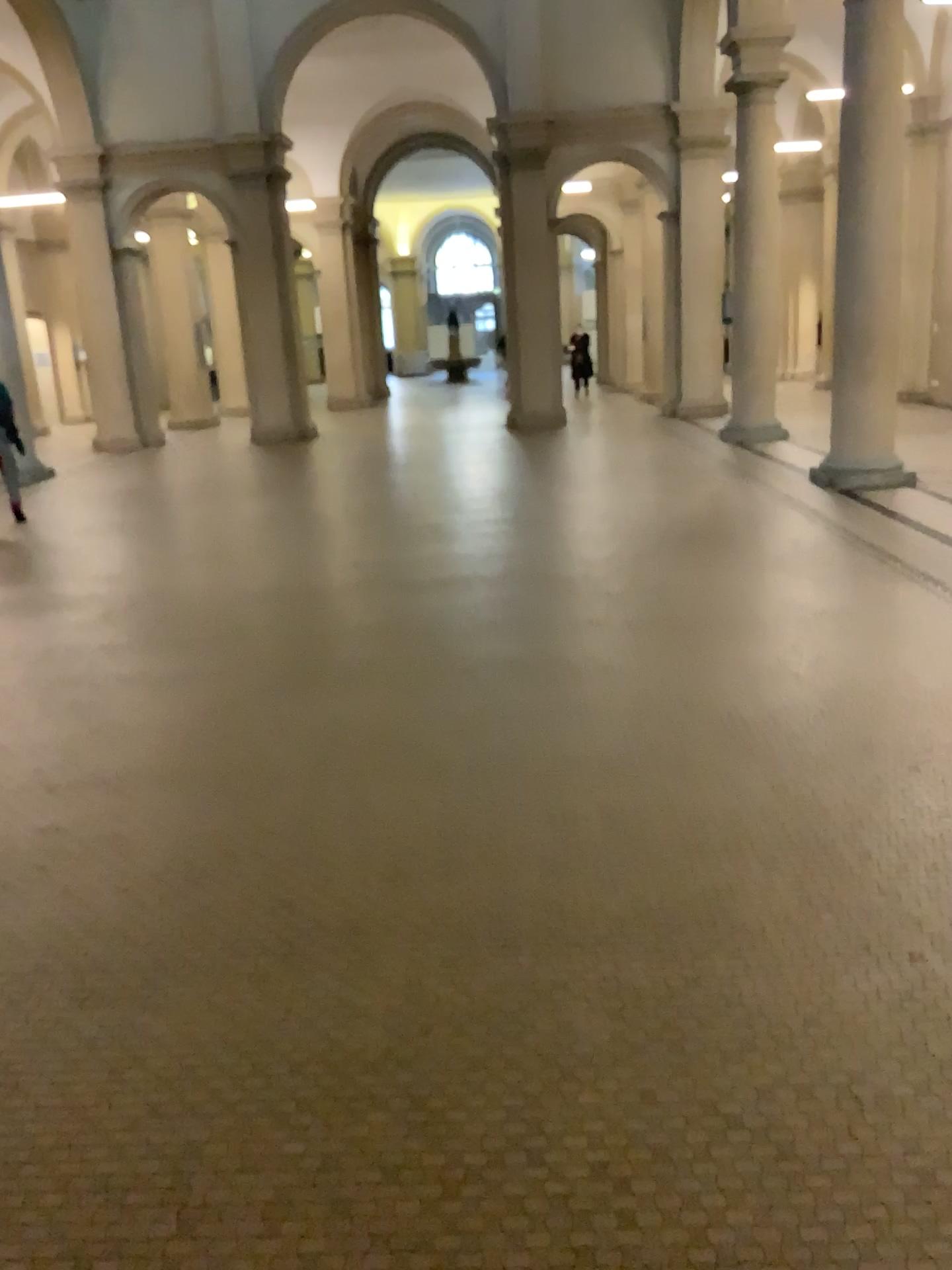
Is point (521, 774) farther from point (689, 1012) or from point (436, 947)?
point (689, 1012)
